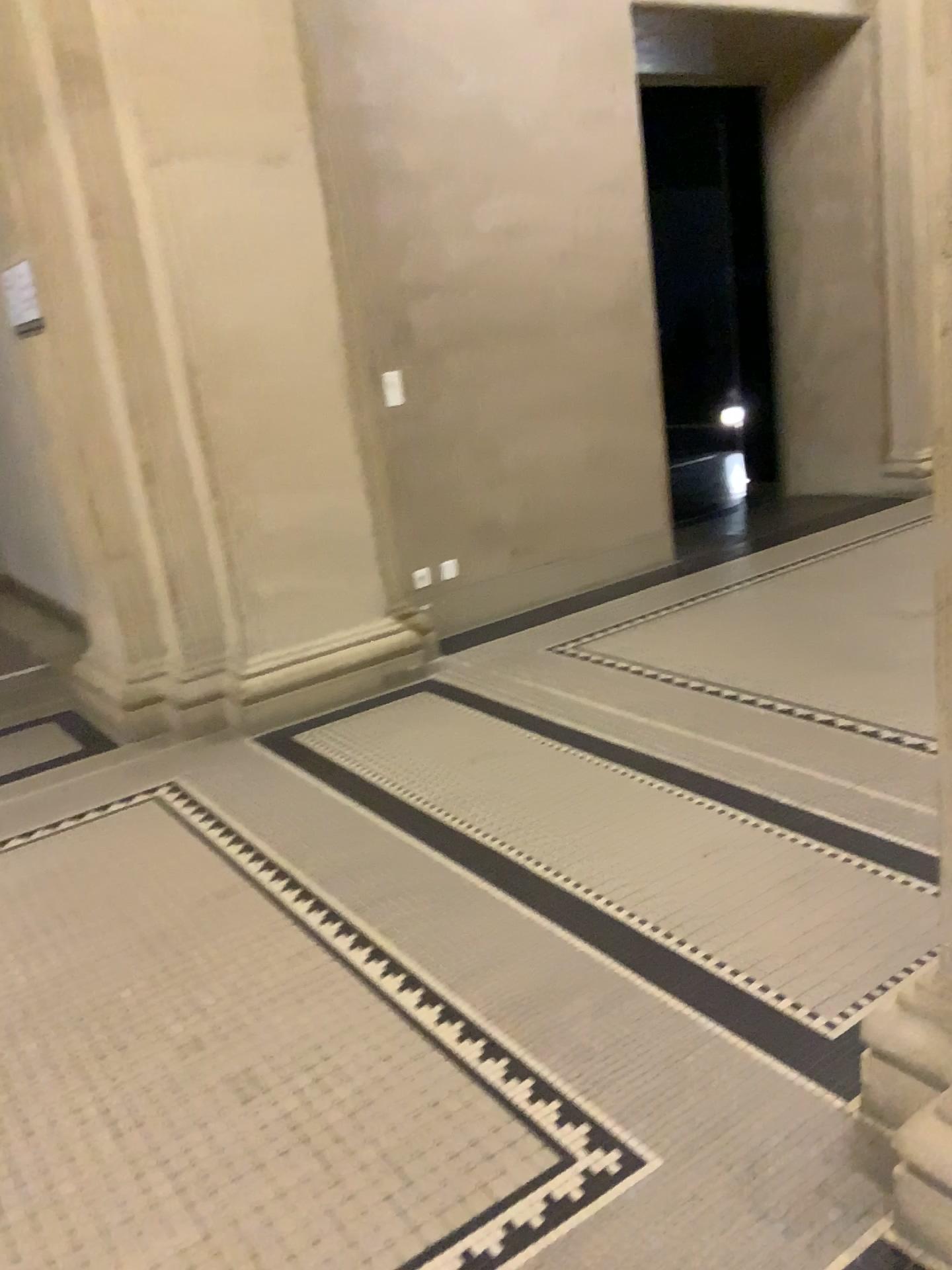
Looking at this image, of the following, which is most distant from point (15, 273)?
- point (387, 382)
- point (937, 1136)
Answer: point (937, 1136)

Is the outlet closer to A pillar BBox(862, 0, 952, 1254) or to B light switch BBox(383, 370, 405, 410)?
B light switch BBox(383, 370, 405, 410)

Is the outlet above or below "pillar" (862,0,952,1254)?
above

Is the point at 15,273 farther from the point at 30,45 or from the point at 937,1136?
the point at 937,1136

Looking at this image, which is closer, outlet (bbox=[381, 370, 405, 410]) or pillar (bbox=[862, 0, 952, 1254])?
pillar (bbox=[862, 0, 952, 1254])

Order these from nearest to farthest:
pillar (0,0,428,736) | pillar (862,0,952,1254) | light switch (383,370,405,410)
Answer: pillar (862,0,952,1254) → pillar (0,0,428,736) → light switch (383,370,405,410)

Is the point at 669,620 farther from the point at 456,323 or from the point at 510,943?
the point at 510,943

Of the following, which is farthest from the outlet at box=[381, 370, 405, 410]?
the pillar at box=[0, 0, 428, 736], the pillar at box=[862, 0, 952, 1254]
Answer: the pillar at box=[862, 0, 952, 1254]

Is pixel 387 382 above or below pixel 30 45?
below

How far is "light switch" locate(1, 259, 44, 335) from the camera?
3.97m
